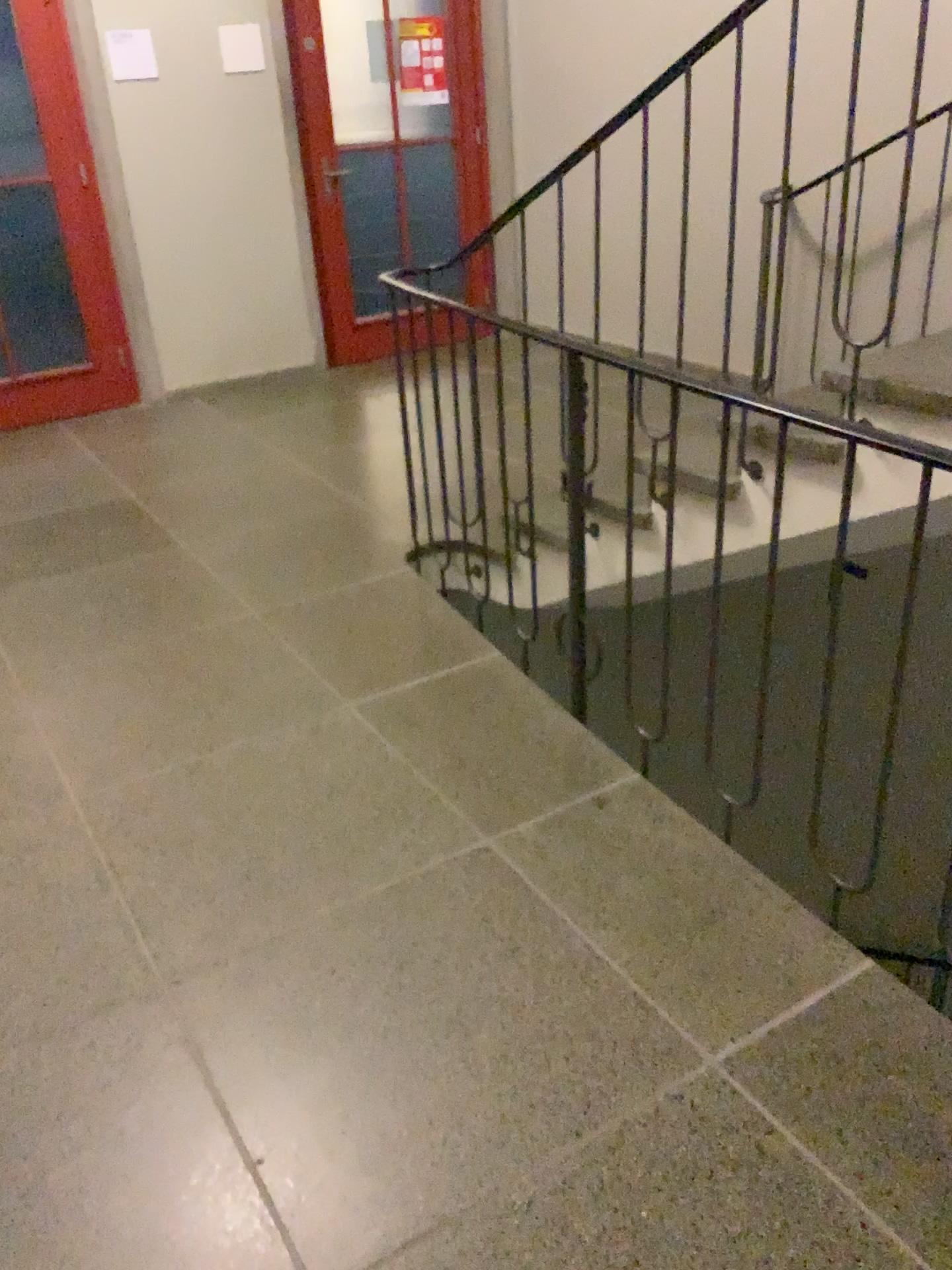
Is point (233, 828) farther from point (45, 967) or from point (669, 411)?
point (669, 411)
